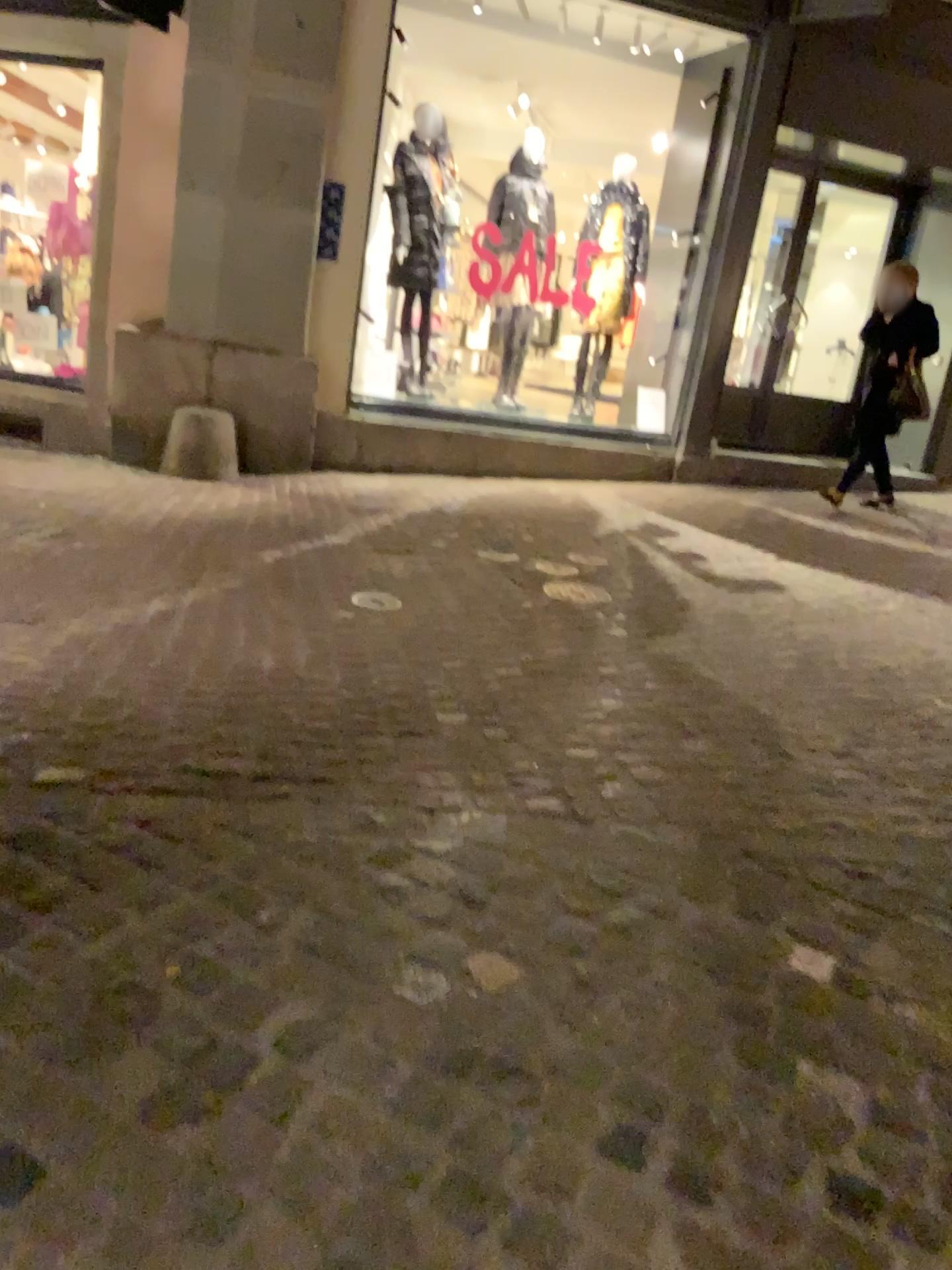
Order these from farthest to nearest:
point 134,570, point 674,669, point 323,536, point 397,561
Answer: point 323,536 < point 397,561 < point 134,570 < point 674,669
